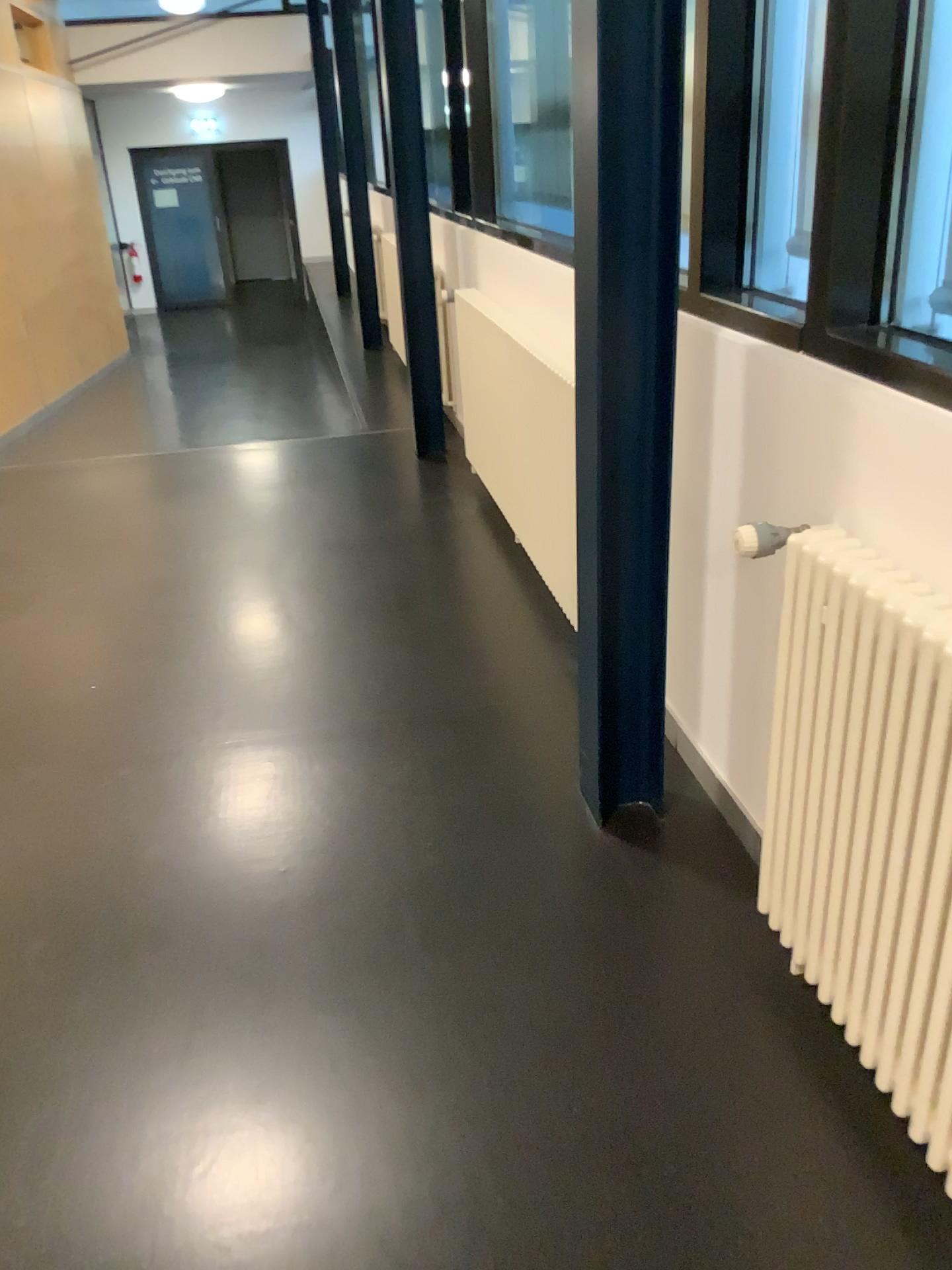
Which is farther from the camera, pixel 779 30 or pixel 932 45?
pixel 779 30

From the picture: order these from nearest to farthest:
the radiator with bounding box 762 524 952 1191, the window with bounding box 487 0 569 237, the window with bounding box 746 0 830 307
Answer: the radiator with bounding box 762 524 952 1191 → the window with bounding box 746 0 830 307 → the window with bounding box 487 0 569 237

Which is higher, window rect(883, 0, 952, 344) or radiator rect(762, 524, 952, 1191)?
window rect(883, 0, 952, 344)

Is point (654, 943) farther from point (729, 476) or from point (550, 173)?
point (550, 173)

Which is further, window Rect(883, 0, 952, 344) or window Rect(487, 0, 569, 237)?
window Rect(487, 0, 569, 237)

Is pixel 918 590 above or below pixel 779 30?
below

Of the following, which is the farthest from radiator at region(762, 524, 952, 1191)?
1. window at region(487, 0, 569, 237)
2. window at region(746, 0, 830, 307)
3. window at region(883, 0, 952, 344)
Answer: window at region(487, 0, 569, 237)

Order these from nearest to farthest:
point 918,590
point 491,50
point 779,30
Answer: point 918,590 < point 779,30 < point 491,50

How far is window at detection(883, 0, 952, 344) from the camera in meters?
1.6 m

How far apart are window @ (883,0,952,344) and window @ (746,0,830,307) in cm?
35
